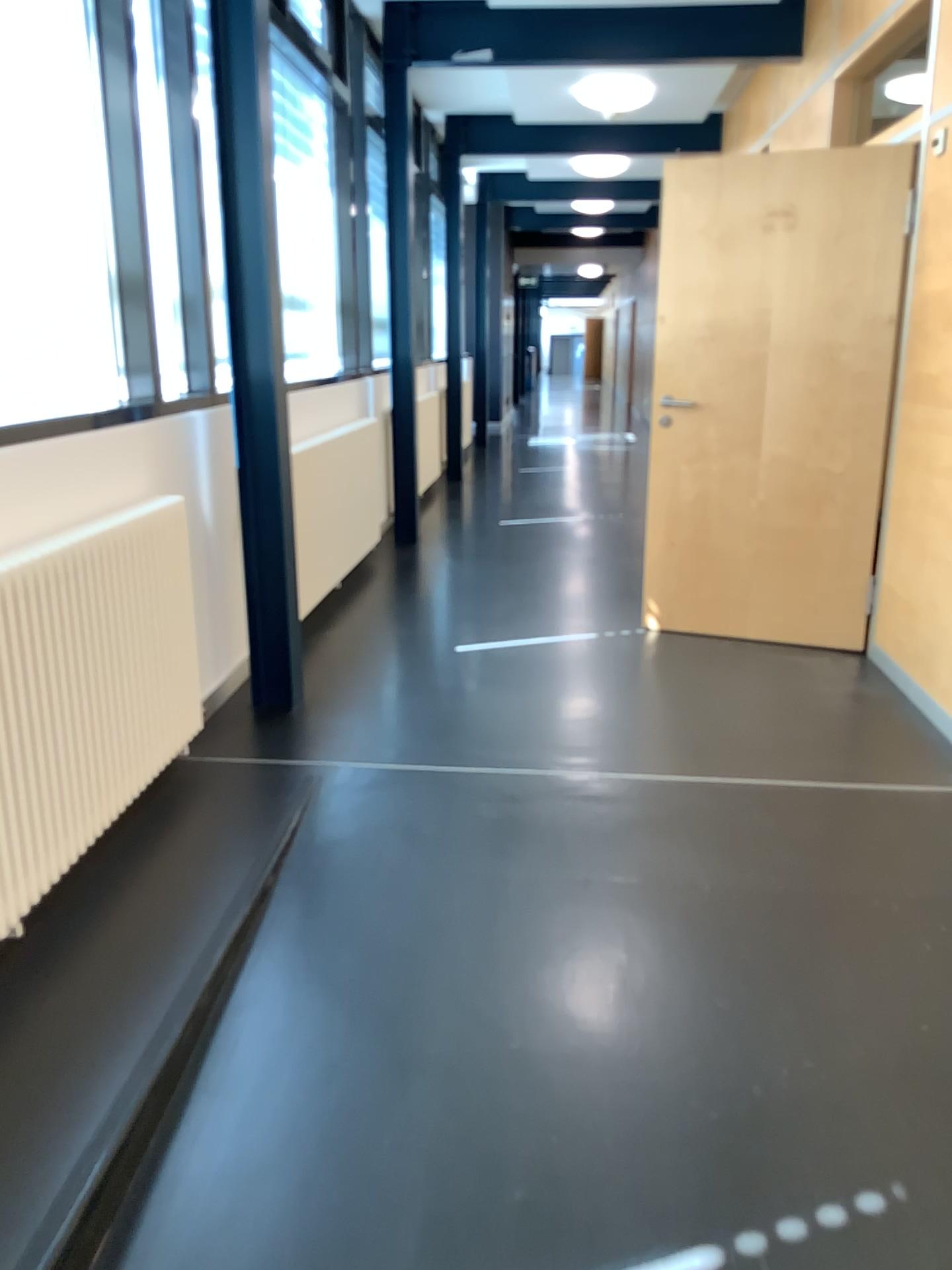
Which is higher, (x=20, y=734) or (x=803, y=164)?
(x=803, y=164)

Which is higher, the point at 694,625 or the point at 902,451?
the point at 902,451

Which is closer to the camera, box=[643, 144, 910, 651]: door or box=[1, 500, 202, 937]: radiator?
box=[1, 500, 202, 937]: radiator

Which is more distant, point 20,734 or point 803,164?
point 803,164
